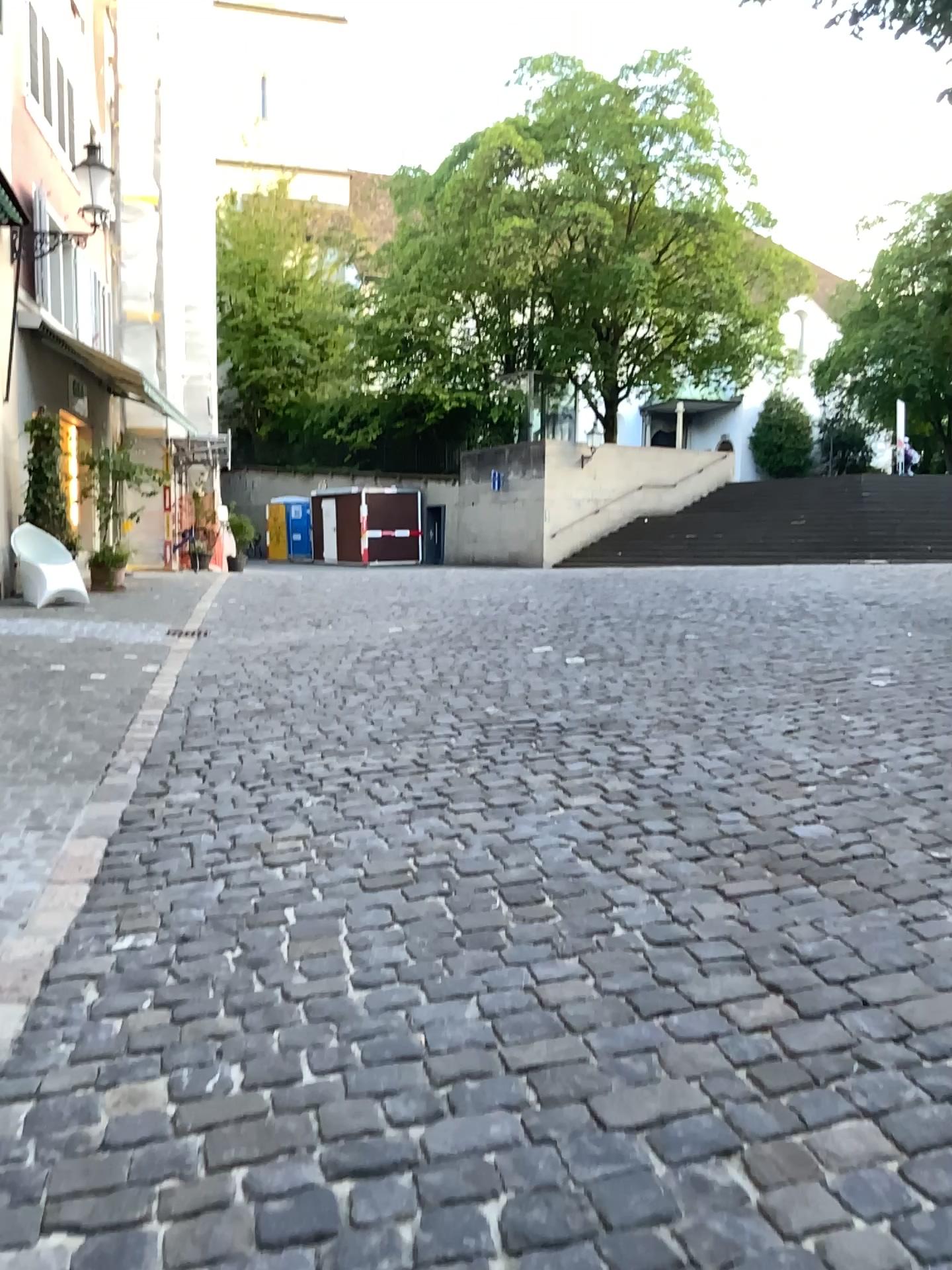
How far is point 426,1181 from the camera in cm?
201
